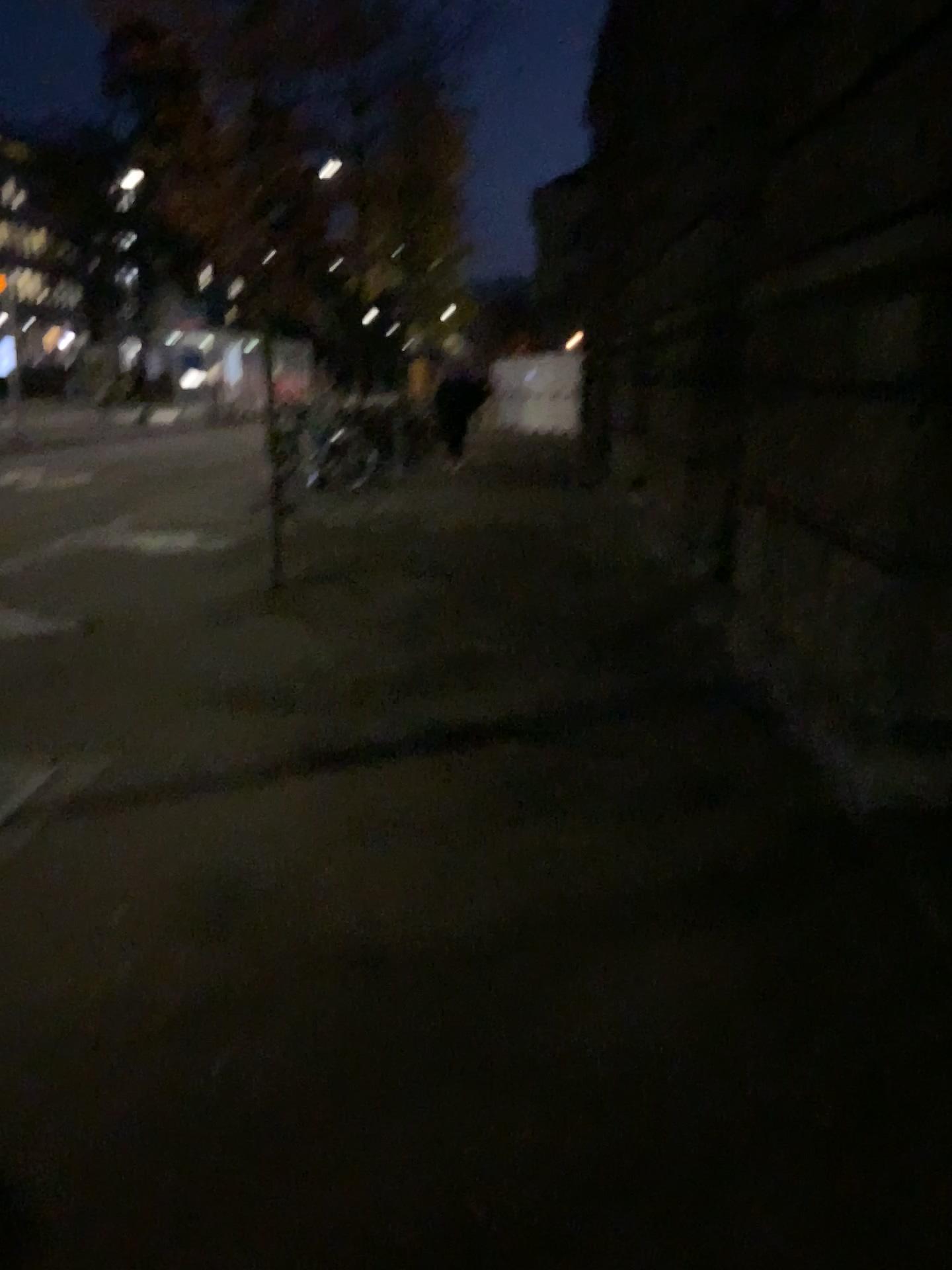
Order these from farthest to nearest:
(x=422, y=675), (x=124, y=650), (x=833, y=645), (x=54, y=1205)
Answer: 1. (x=124, y=650)
2. (x=422, y=675)
3. (x=833, y=645)
4. (x=54, y=1205)
